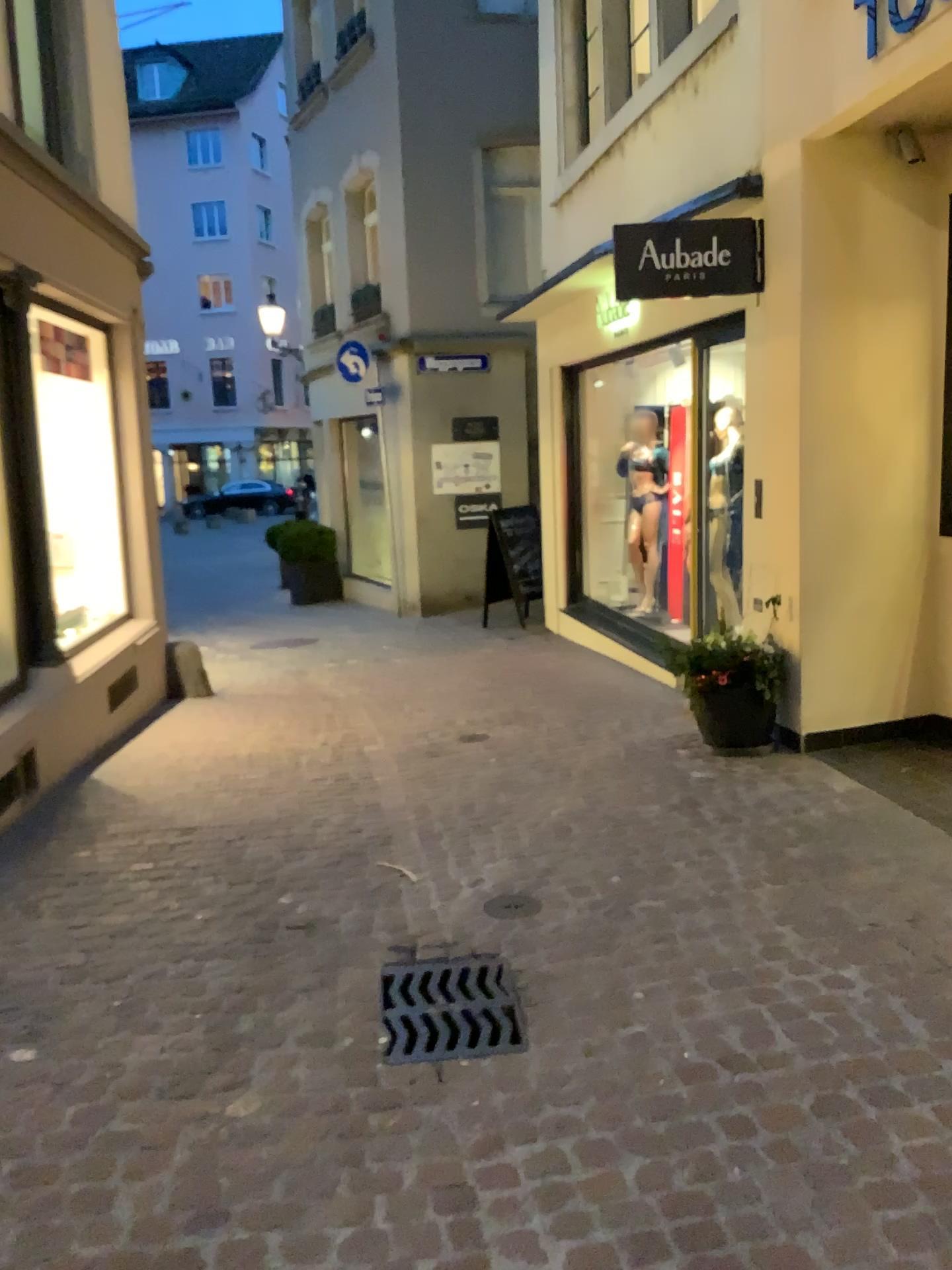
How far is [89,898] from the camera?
3.71m
